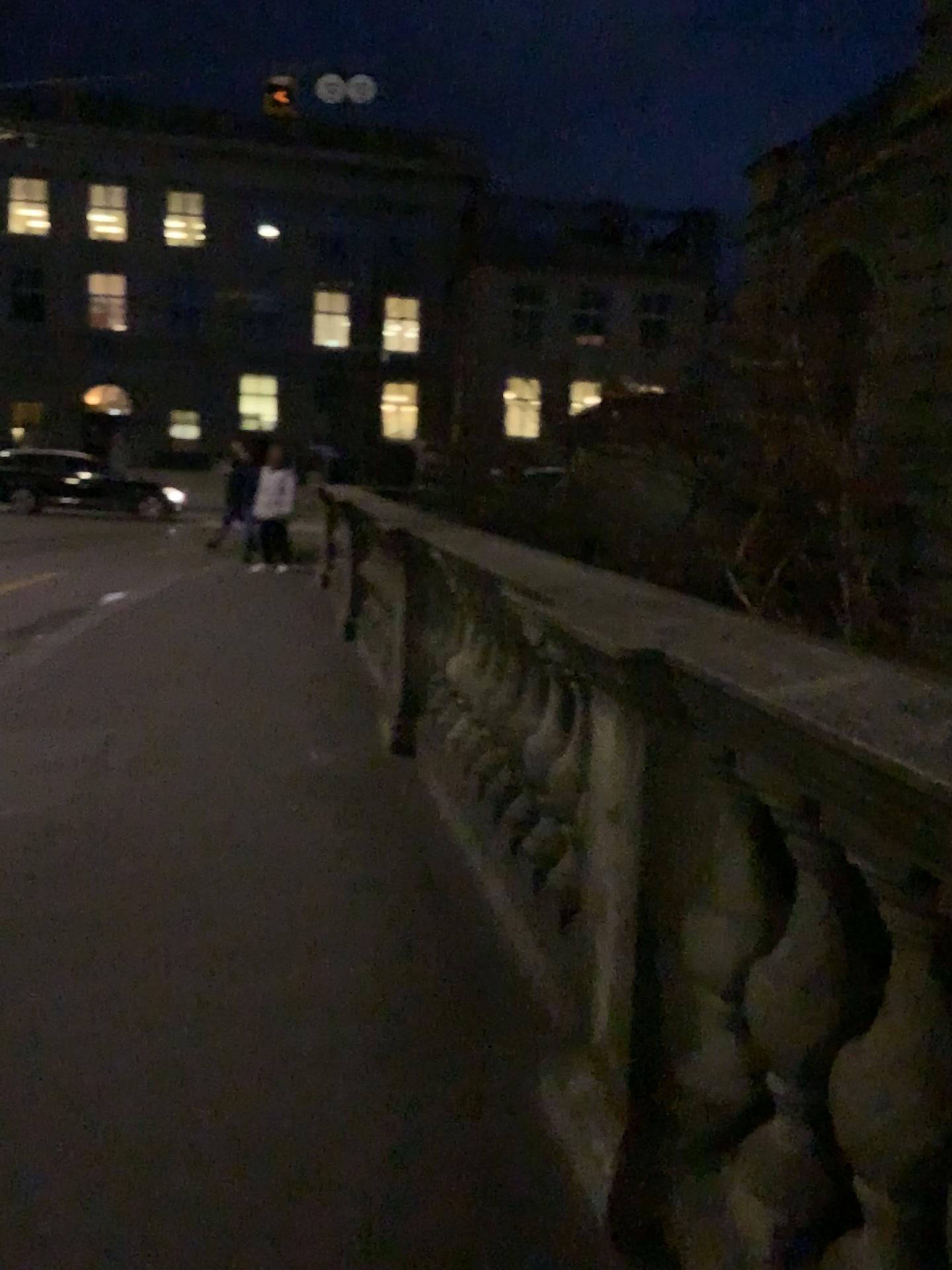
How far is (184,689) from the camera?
6.0m
